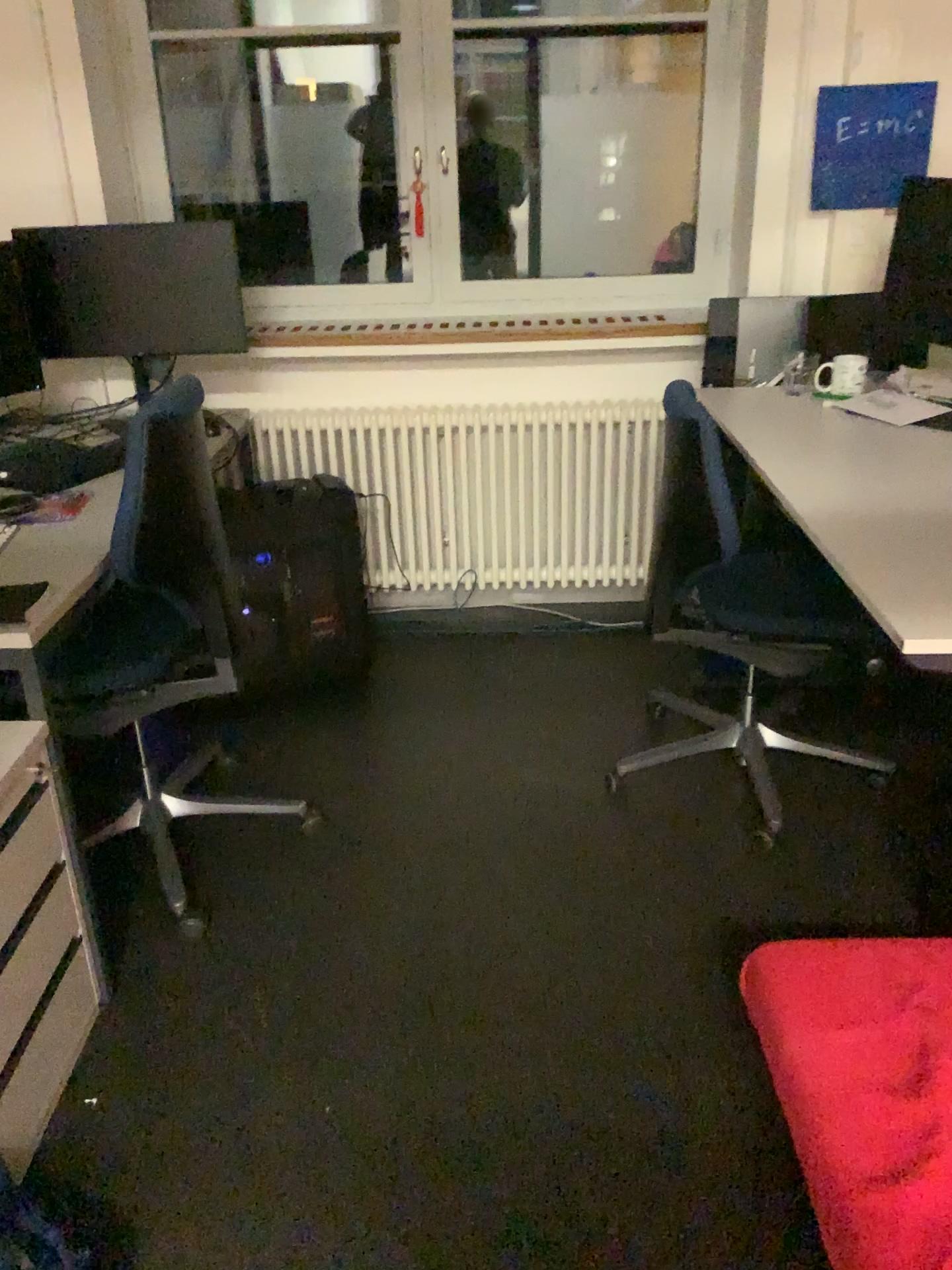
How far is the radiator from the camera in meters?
3.3

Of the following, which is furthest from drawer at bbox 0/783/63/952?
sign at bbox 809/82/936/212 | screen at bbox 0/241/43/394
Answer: sign at bbox 809/82/936/212

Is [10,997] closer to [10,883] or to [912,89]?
[10,883]

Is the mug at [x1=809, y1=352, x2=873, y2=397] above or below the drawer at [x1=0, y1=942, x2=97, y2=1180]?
above

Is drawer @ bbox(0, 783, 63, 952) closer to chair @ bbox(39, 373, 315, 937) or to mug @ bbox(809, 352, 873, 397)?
chair @ bbox(39, 373, 315, 937)

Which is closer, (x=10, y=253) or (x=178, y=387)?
(x=178, y=387)

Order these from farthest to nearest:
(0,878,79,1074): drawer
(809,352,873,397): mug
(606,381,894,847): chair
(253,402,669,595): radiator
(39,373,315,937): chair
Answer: (253,402,669,595): radiator, (809,352,873,397): mug, (606,381,894,847): chair, (39,373,315,937): chair, (0,878,79,1074): drawer

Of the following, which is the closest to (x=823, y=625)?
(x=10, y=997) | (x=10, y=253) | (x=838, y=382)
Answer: (x=838, y=382)

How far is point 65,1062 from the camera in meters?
1.8 m

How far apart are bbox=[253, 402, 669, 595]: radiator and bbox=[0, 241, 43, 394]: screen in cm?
75
